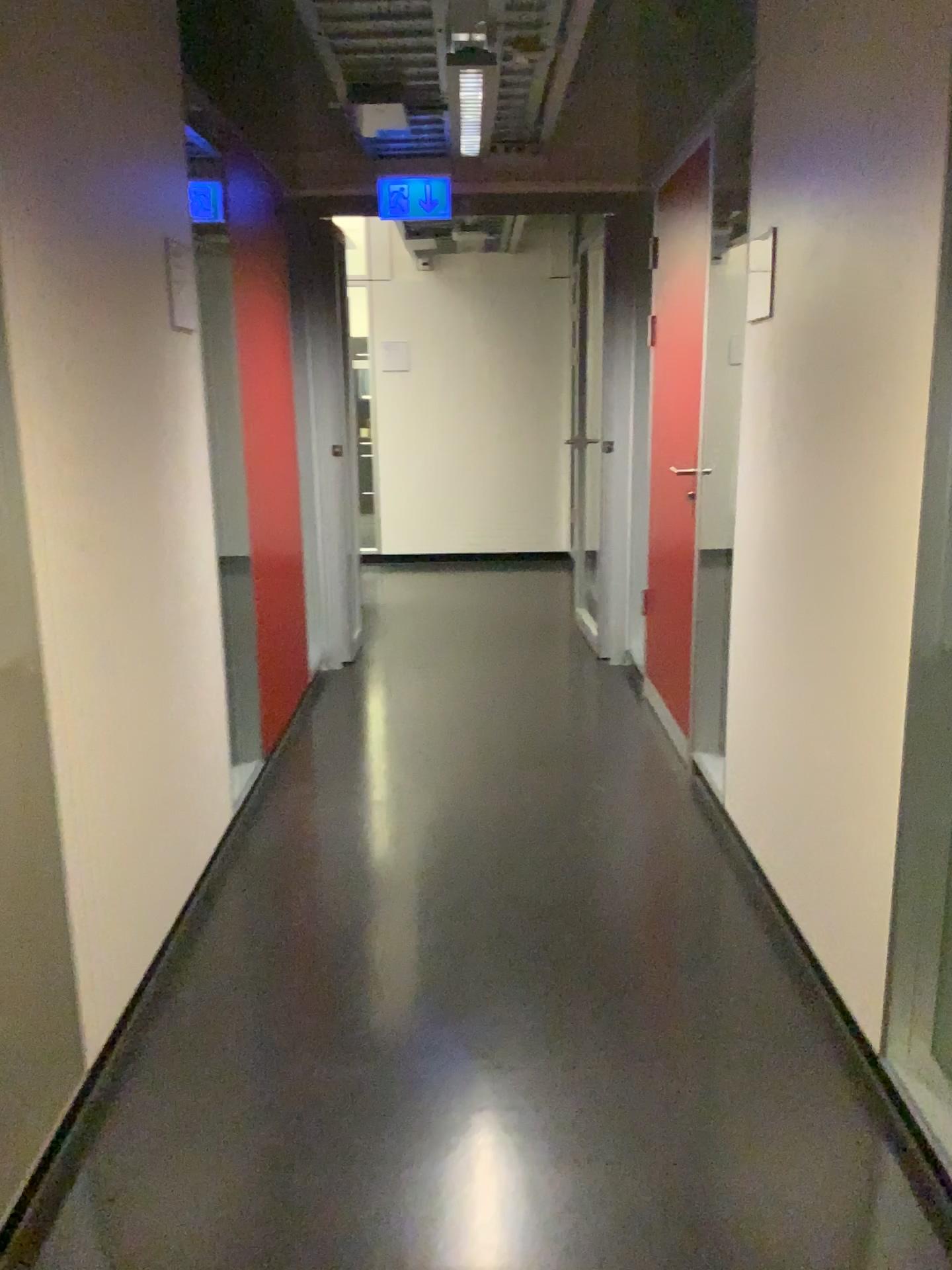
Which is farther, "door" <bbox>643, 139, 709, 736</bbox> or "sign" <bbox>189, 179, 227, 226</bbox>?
"door" <bbox>643, 139, 709, 736</bbox>

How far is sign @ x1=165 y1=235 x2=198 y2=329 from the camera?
2.7m

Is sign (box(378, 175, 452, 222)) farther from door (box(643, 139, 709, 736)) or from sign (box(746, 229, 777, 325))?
sign (box(746, 229, 777, 325))

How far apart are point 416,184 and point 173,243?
2.2m

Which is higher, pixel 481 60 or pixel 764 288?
pixel 481 60

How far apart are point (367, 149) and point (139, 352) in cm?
232

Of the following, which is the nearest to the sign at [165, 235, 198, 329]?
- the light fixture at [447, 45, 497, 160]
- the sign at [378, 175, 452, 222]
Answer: the light fixture at [447, 45, 497, 160]

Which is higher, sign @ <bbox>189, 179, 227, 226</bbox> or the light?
the light

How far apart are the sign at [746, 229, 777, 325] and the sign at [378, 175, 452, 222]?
2.08m

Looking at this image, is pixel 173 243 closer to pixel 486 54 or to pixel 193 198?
pixel 193 198
